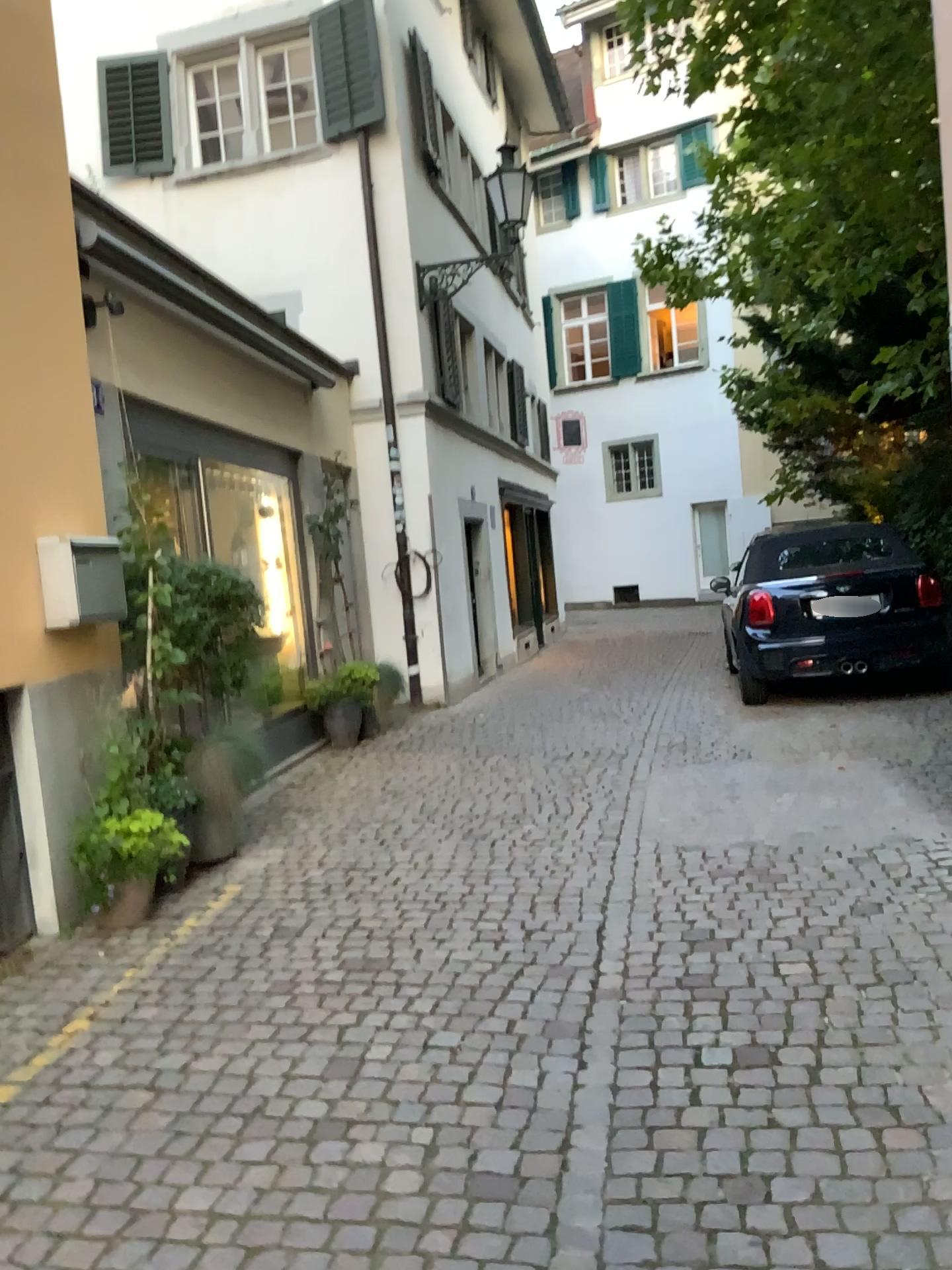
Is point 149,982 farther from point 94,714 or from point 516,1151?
point 516,1151

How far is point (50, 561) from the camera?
4.25m

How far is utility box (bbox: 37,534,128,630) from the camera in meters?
4.3 m
